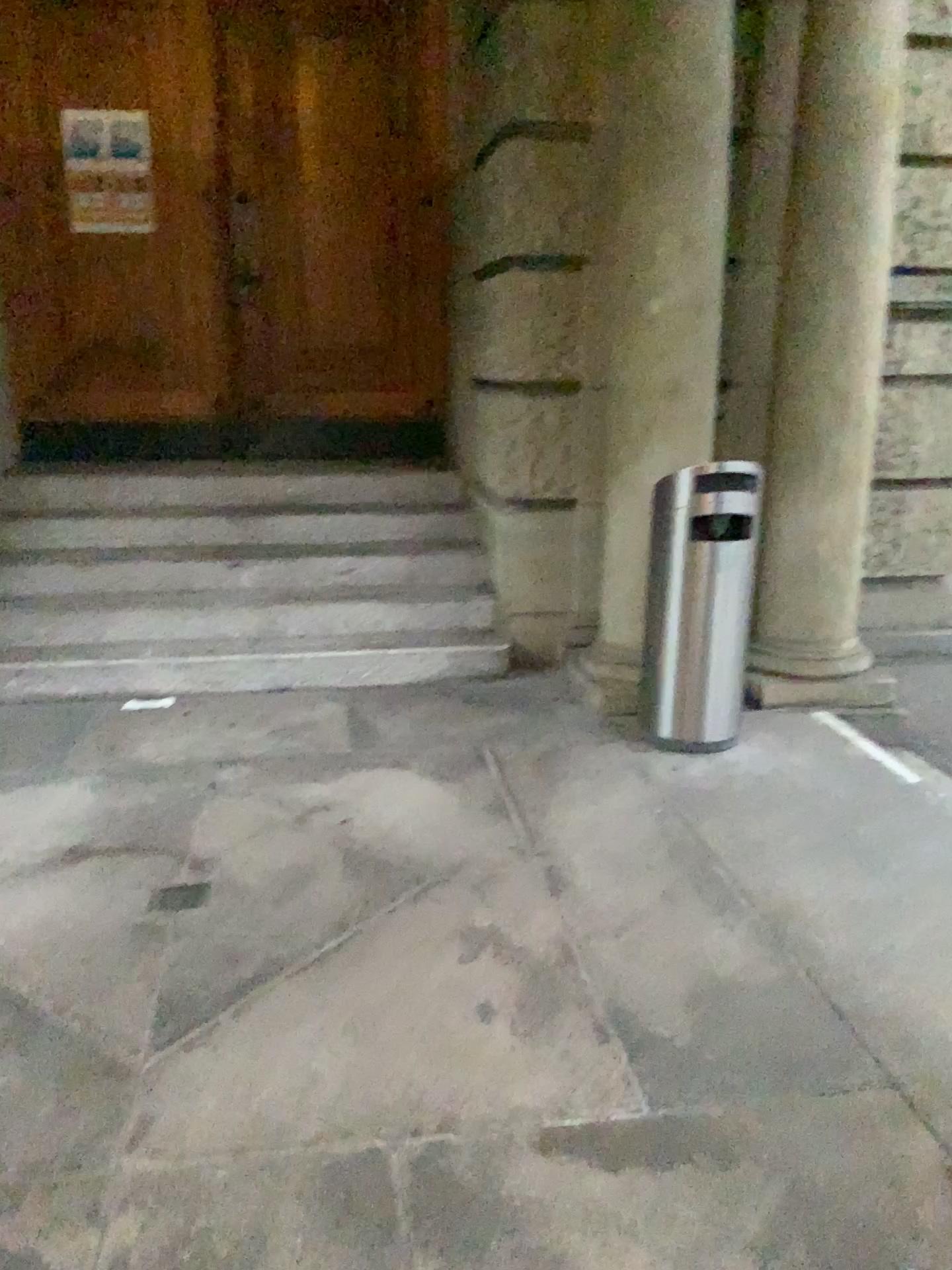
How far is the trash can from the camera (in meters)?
3.71

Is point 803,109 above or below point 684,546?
above

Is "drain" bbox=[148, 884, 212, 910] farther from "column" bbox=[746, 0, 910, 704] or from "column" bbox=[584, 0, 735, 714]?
"column" bbox=[746, 0, 910, 704]

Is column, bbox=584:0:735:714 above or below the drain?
above

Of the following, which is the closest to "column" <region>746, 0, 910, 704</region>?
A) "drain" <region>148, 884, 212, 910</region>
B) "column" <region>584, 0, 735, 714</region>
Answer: "column" <region>584, 0, 735, 714</region>

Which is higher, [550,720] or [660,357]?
[660,357]

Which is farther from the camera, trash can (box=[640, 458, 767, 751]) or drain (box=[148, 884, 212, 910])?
trash can (box=[640, 458, 767, 751])

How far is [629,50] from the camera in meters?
3.8

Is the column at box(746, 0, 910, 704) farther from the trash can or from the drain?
the drain

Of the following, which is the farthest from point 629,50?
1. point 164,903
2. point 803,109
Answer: point 164,903
